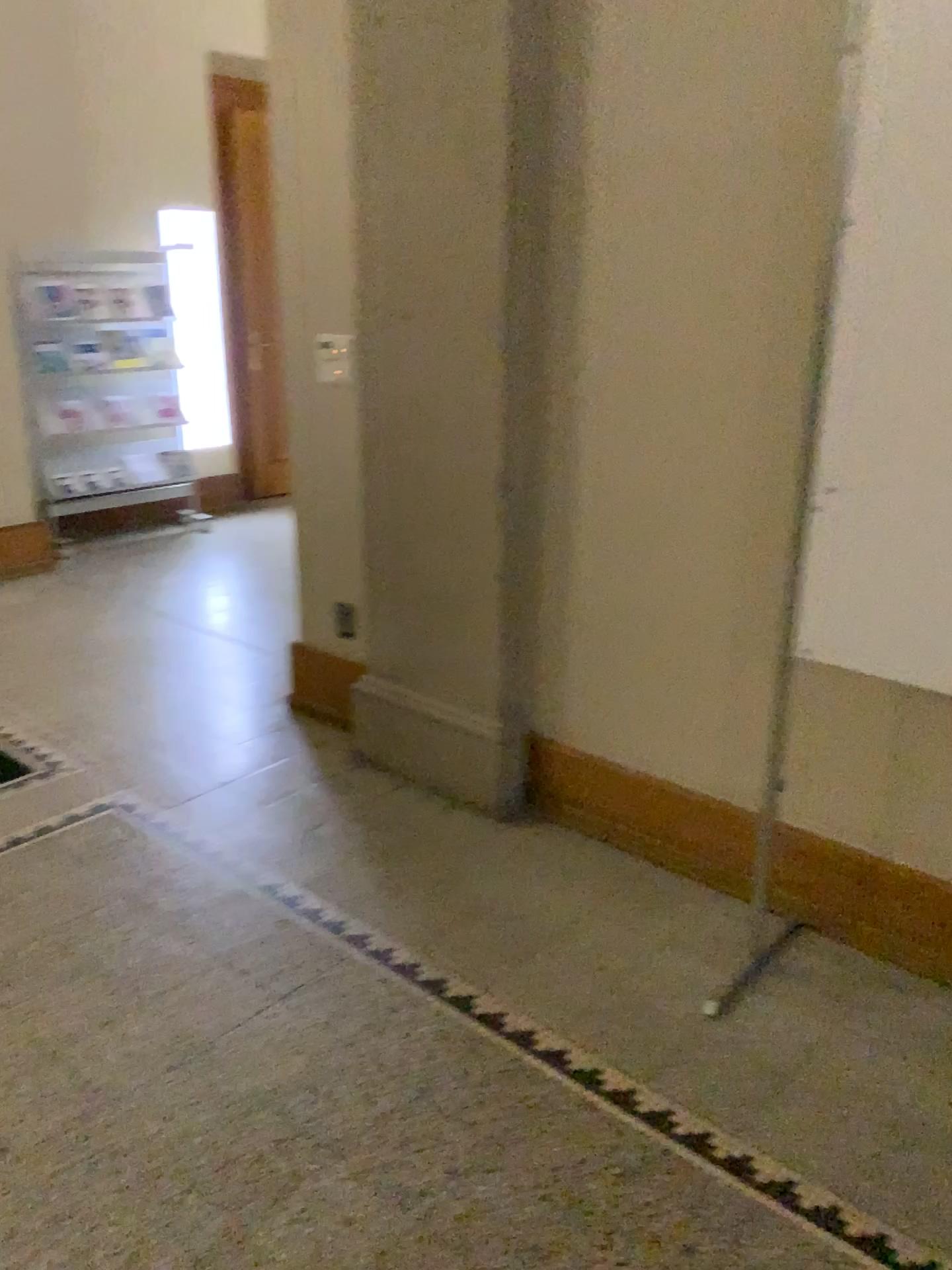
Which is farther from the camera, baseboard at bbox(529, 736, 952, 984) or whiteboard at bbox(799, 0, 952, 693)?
baseboard at bbox(529, 736, 952, 984)

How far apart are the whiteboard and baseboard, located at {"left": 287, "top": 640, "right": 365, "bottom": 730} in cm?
172

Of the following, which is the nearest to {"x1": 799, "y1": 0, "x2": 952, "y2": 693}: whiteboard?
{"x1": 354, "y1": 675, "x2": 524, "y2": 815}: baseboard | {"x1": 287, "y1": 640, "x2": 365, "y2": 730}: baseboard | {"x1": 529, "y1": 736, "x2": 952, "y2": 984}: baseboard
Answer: {"x1": 529, "y1": 736, "x2": 952, "y2": 984}: baseboard

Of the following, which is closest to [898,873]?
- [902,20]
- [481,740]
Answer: [481,740]

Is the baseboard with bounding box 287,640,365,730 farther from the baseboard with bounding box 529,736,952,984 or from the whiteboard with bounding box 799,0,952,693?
the whiteboard with bounding box 799,0,952,693

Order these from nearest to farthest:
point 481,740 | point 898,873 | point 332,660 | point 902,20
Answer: point 902,20 < point 898,873 < point 481,740 < point 332,660

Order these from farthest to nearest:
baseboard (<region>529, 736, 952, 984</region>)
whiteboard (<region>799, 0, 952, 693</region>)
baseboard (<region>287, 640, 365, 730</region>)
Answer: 1. baseboard (<region>287, 640, 365, 730</region>)
2. baseboard (<region>529, 736, 952, 984</region>)
3. whiteboard (<region>799, 0, 952, 693</region>)

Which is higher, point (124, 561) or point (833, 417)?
point (833, 417)

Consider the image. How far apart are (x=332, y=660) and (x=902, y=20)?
2.38m

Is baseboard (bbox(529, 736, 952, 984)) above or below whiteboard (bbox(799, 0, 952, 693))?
below
